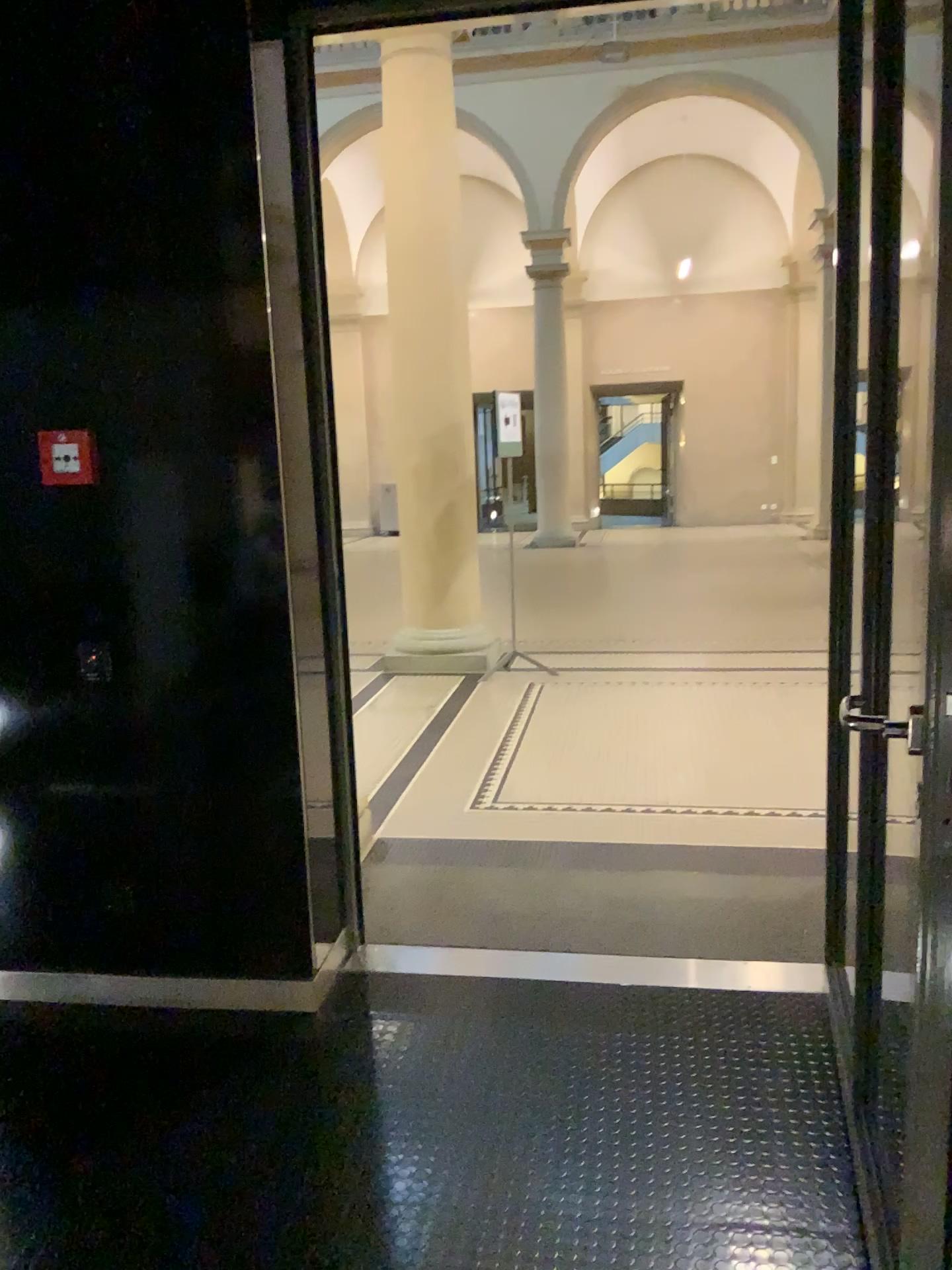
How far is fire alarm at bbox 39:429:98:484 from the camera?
2.6 meters

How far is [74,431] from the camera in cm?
263

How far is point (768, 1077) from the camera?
2.4 meters
